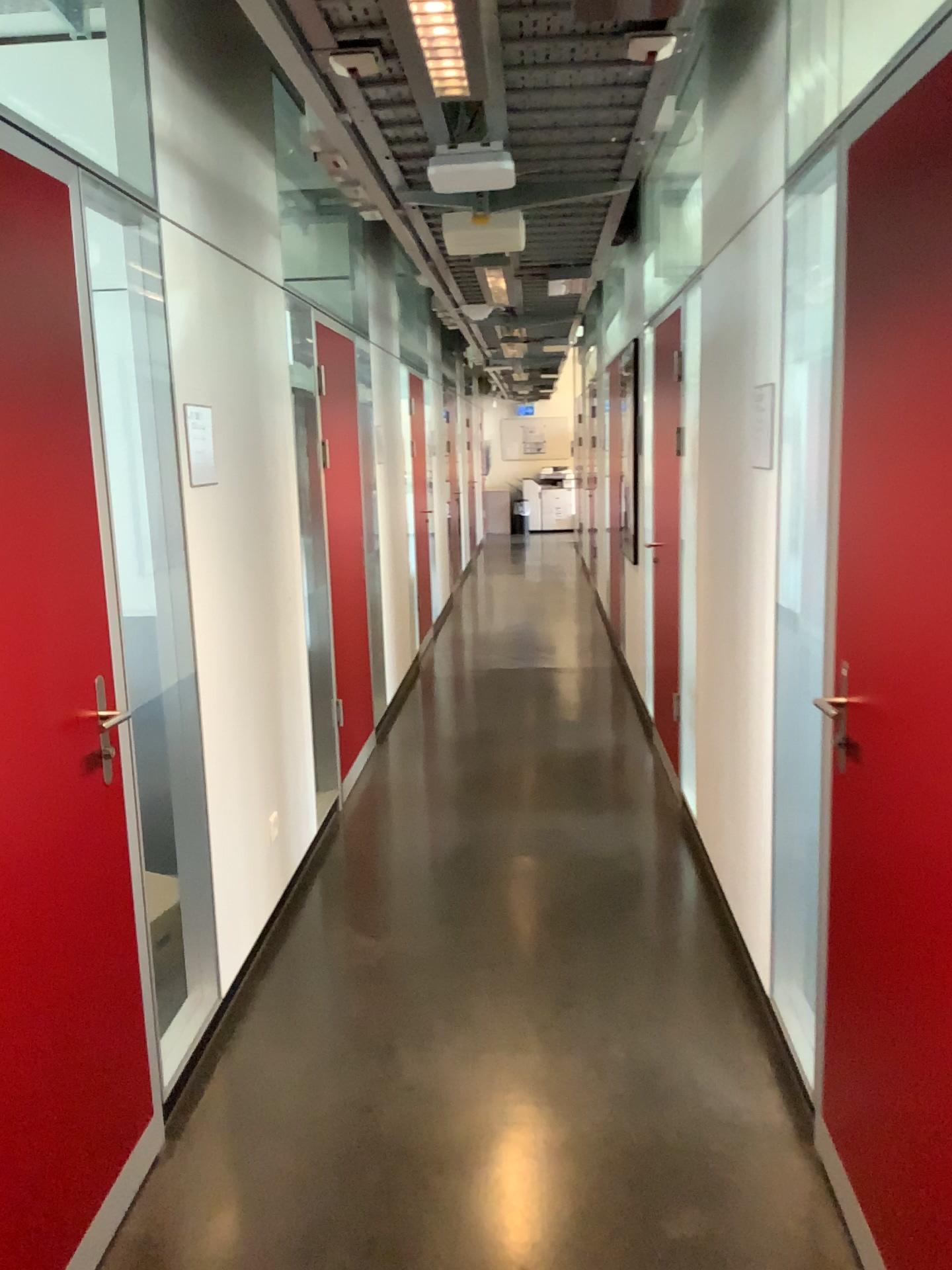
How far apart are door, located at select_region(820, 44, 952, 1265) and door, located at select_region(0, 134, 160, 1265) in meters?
1.4 m

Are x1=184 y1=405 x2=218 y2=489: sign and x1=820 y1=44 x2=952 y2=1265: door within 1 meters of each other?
no

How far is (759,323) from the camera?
2.92m

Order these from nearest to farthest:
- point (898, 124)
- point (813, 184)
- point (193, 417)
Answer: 1. point (898, 124)
2. point (813, 184)
3. point (193, 417)

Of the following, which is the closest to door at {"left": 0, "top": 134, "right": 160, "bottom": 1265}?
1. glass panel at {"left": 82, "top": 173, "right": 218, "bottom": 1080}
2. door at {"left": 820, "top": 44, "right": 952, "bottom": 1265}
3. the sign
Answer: glass panel at {"left": 82, "top": 173, "right": 218, "bottom": 1080}

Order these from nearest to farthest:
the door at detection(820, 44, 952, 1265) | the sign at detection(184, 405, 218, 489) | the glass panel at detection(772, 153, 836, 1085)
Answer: the door at detection(820, 44, 952, 1265)
the glass panel at detection(772, 153, 836, 1085)
the sign at detection(184, 405, 218, 489)

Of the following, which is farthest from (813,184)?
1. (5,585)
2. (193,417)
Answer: (5,585)

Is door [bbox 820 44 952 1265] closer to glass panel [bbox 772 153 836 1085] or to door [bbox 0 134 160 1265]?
glass panel [bbox 772 153 836 1085]

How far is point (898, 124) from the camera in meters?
1.6 m

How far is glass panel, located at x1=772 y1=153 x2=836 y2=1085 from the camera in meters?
2.4 m
